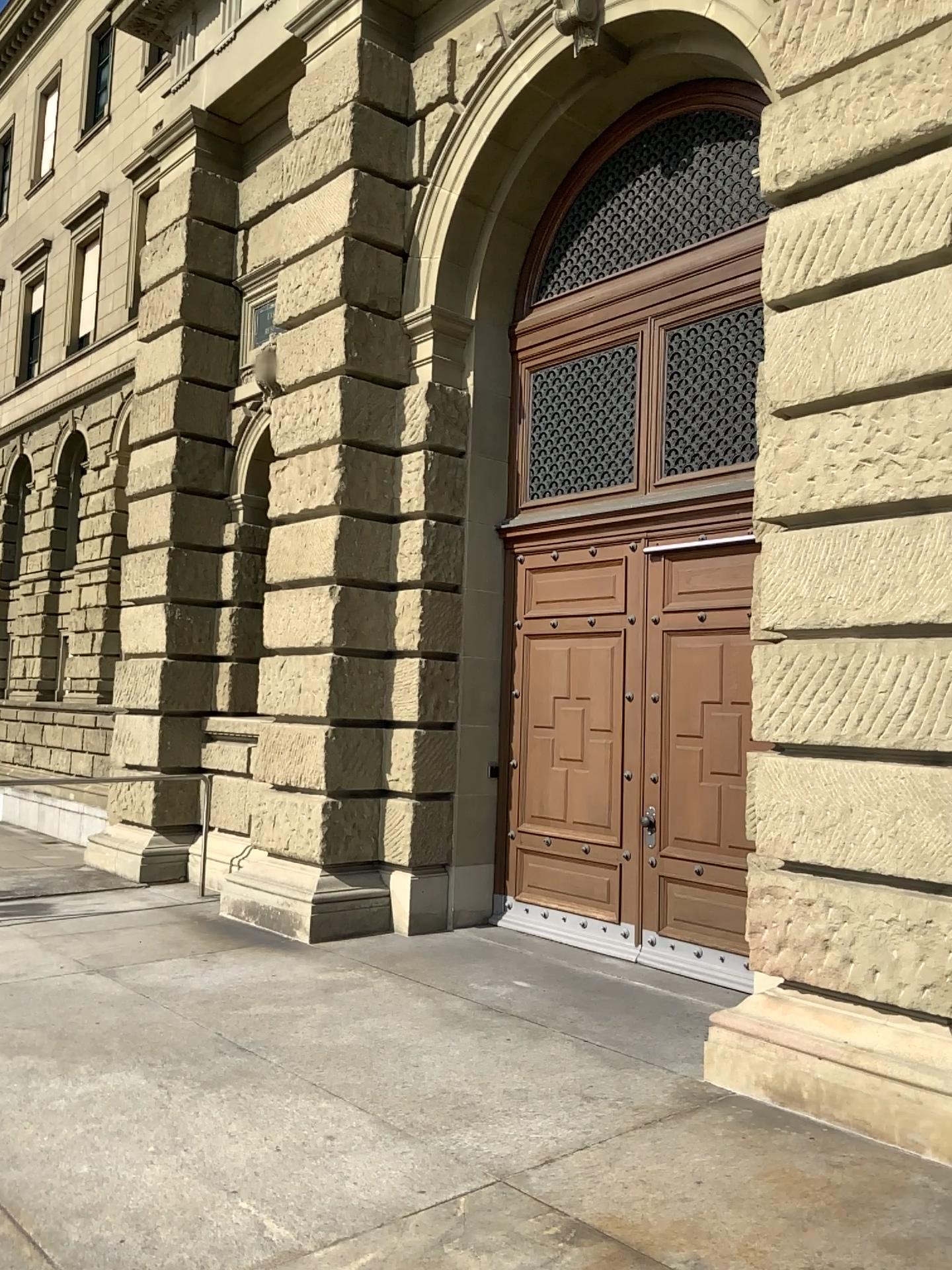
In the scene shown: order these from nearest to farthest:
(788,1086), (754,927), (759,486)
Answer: (788,1086) → (754,927) → (759,486)
